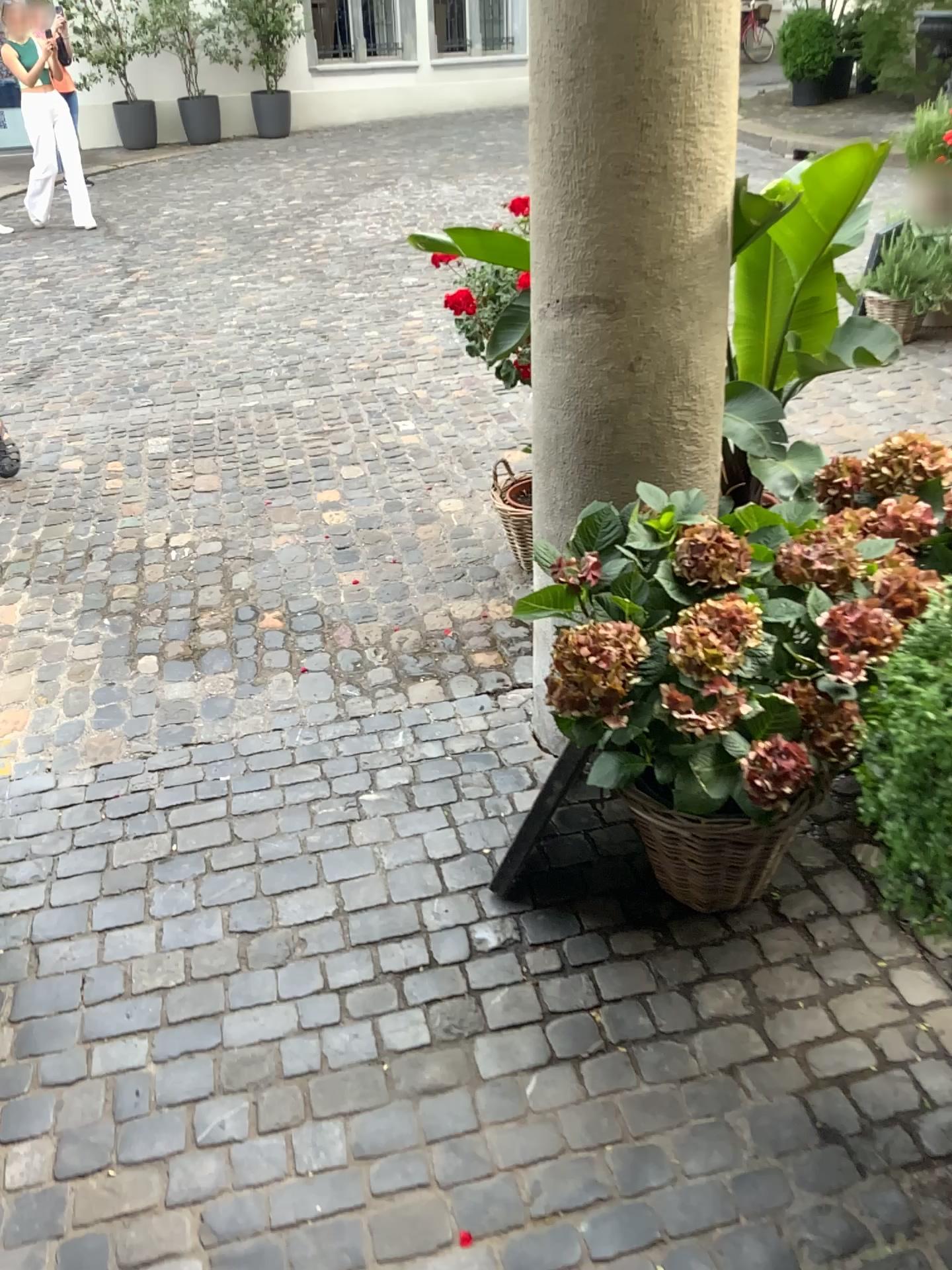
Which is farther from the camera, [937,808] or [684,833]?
[684,833]

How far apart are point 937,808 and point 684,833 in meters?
0.5

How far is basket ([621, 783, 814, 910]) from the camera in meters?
1.8 m

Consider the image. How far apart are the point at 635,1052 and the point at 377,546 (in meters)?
2.12

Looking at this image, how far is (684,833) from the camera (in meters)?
1.81

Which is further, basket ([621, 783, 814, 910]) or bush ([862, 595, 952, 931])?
basket ([621, 783, 814, 910])

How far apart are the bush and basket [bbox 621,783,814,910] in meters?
0.3

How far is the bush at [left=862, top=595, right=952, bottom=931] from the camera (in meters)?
1.33
